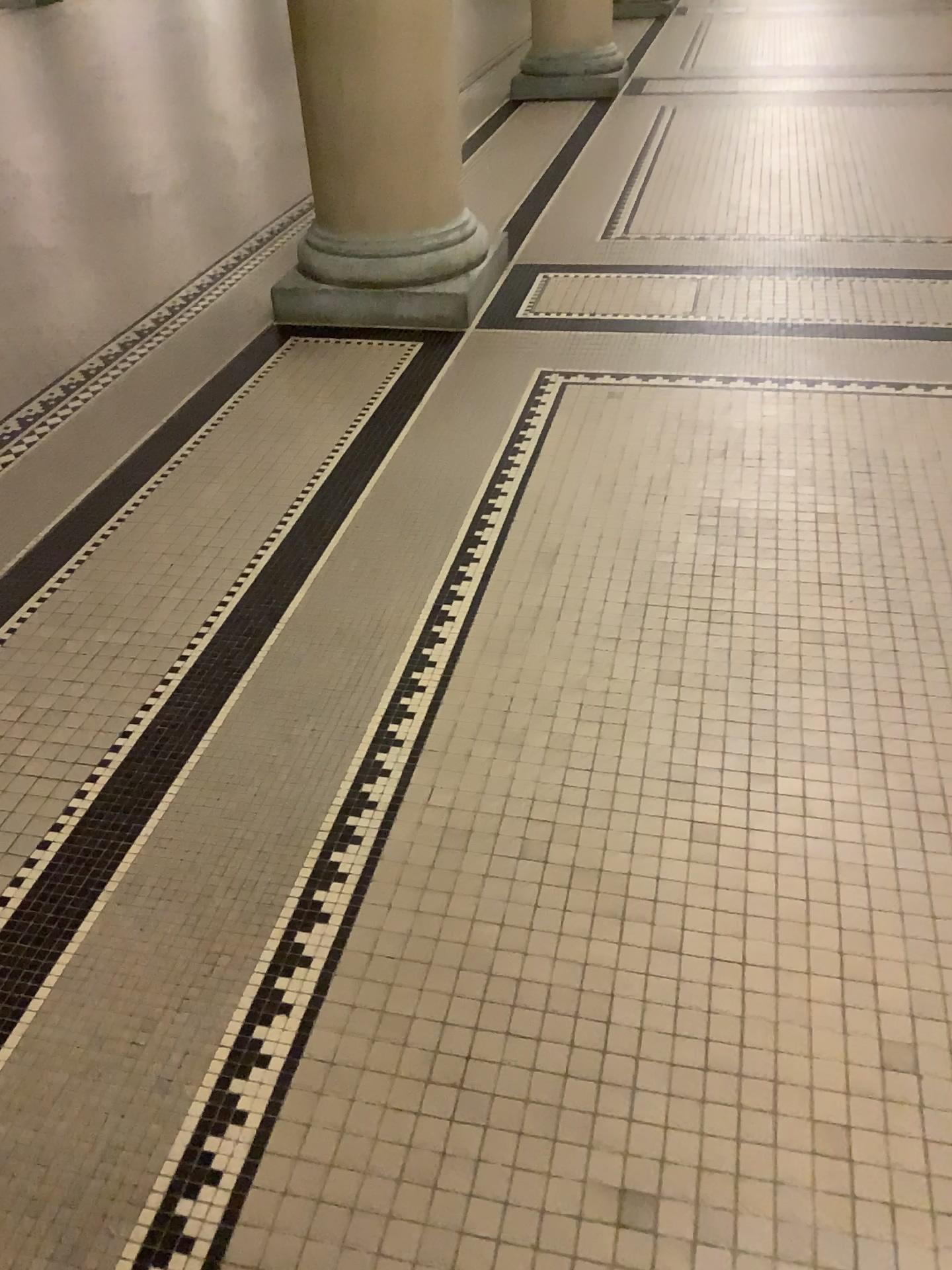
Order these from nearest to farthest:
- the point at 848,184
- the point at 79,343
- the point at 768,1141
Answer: the point at 768,1141, the point at 79,343, the point at 848,184

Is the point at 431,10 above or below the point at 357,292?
above

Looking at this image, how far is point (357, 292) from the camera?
3.7m

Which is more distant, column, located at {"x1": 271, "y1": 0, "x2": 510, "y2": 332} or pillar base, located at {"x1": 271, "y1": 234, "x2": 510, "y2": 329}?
pillar base, located at {"x1": 271, "y1": 234, "x2": 510, "y2": 329}

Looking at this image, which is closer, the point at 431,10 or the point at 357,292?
the point at 431,10

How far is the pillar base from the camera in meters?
3.7 m
